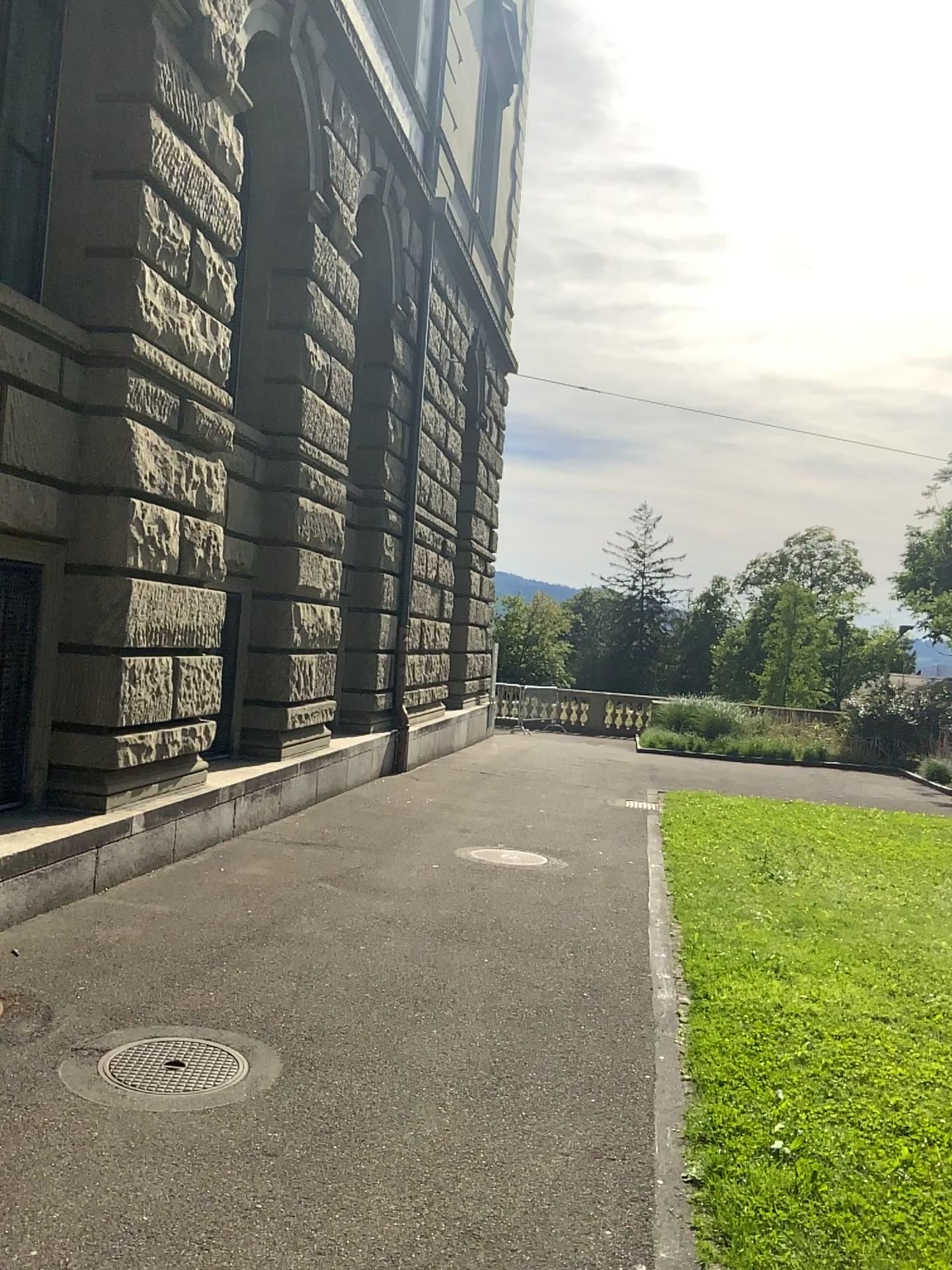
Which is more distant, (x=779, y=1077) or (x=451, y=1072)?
(x=779, y=1077)
